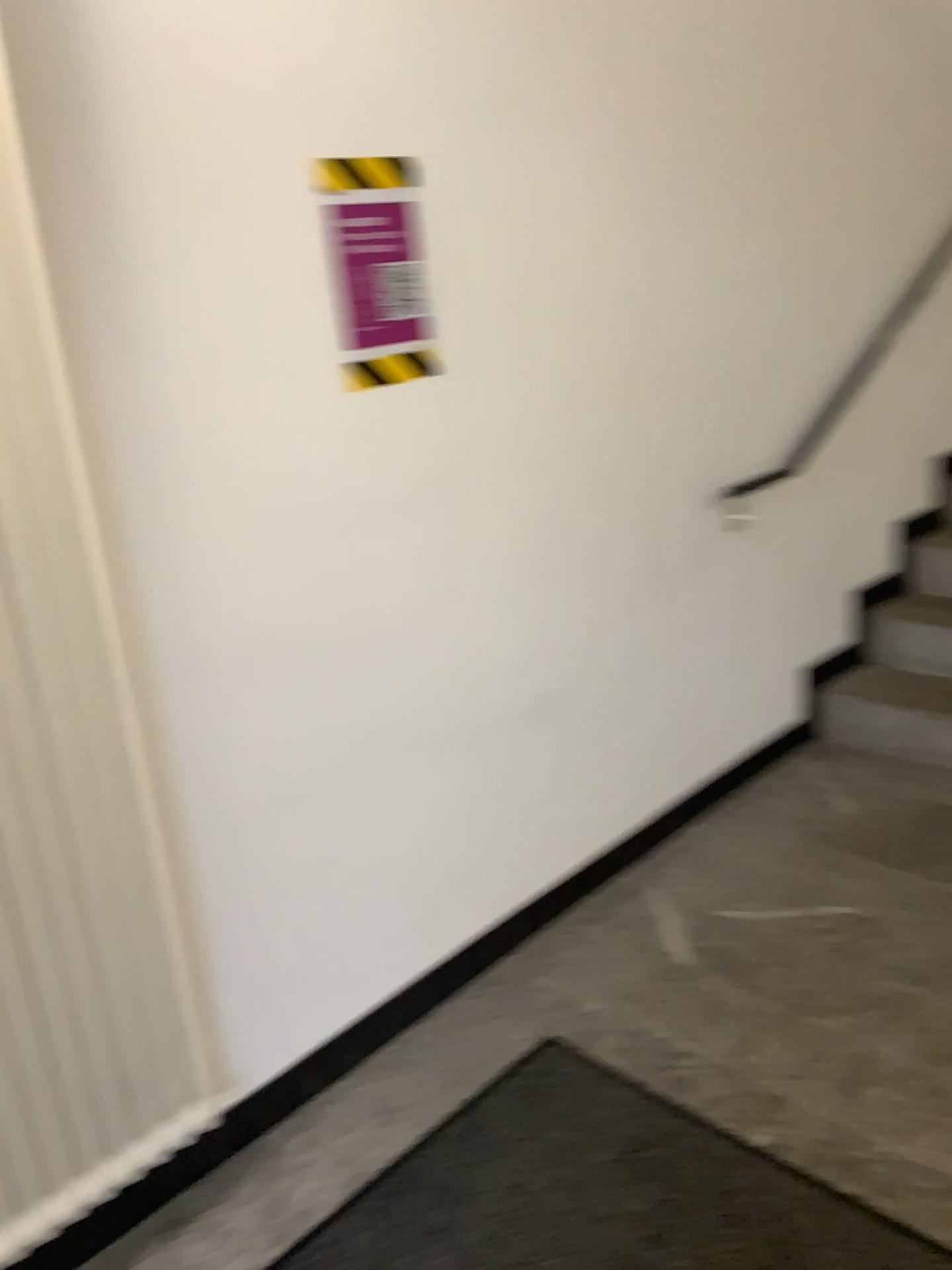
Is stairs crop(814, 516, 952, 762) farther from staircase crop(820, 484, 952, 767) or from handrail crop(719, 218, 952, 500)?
handrail crop(719, 218, 952, 500)

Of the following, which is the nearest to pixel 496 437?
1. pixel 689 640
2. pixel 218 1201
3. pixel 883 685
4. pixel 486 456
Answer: pixel 486 456

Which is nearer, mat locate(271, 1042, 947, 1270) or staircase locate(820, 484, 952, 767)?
mat locate(271, 1042, 947, 1270)

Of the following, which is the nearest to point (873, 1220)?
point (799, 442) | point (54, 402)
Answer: point (54, 402)

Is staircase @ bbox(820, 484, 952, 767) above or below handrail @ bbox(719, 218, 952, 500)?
below

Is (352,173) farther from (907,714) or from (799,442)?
(907,714)

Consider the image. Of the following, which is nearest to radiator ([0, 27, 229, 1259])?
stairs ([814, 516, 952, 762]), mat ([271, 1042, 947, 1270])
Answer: mat ([271, 1042, 947, 1270])

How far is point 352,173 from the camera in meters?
1.7 m

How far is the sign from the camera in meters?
1.7 m

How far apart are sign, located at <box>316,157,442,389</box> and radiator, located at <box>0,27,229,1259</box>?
0.53m
